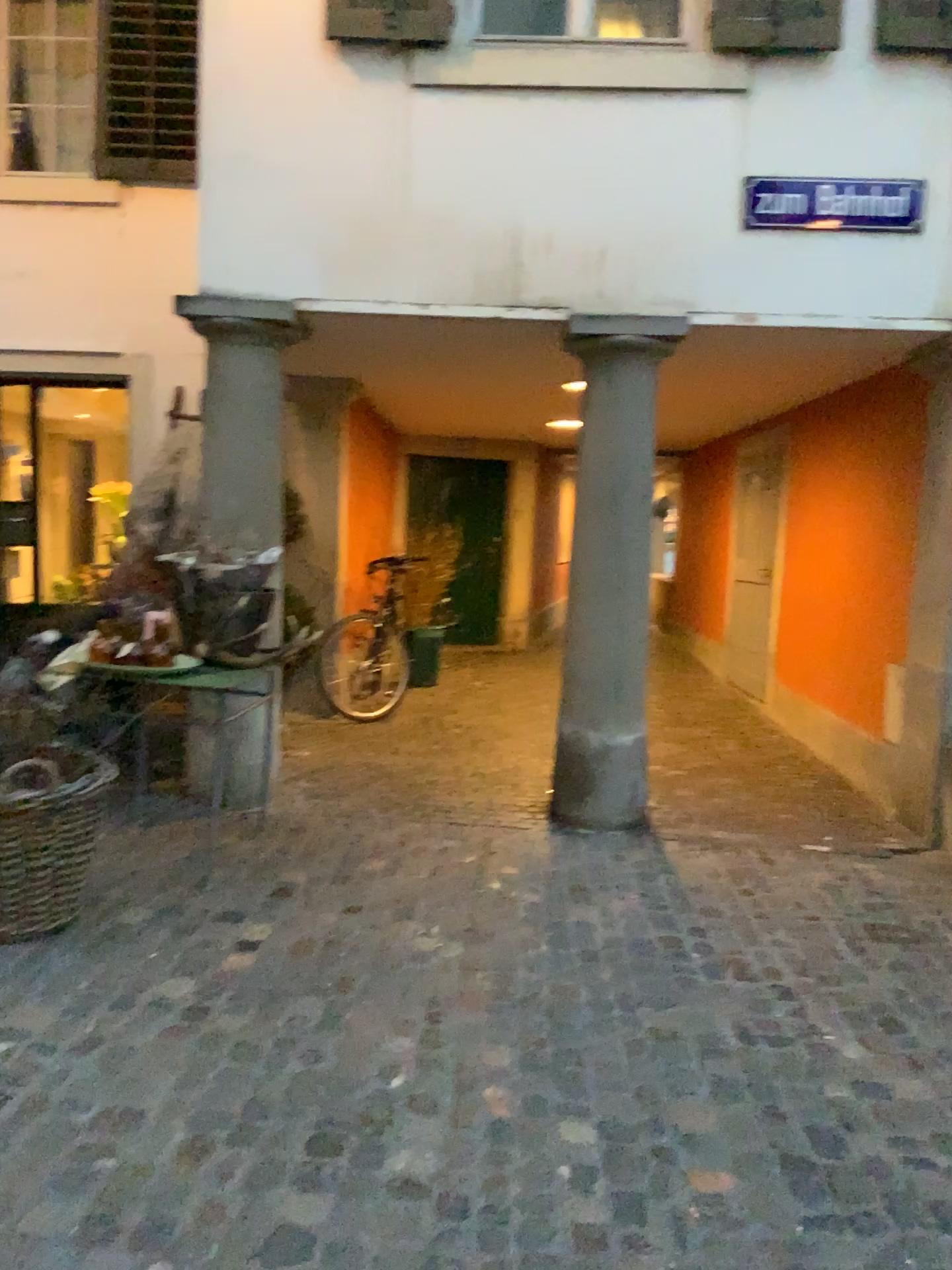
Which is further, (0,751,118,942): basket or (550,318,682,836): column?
(550,318,682,836): column

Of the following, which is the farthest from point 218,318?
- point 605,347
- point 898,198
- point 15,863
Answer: point 898,198

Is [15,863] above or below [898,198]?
below

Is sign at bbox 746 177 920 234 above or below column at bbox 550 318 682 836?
above

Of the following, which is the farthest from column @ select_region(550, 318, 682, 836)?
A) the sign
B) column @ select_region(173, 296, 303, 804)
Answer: column @ select_region(173, 296, 303, 804)

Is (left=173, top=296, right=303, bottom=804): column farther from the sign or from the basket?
the sign

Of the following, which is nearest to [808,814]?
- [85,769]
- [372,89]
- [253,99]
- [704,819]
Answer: [704,819]

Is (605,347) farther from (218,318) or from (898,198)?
(218,318)

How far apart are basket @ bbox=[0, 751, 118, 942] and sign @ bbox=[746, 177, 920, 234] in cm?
336

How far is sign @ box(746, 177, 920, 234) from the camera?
4.41m
